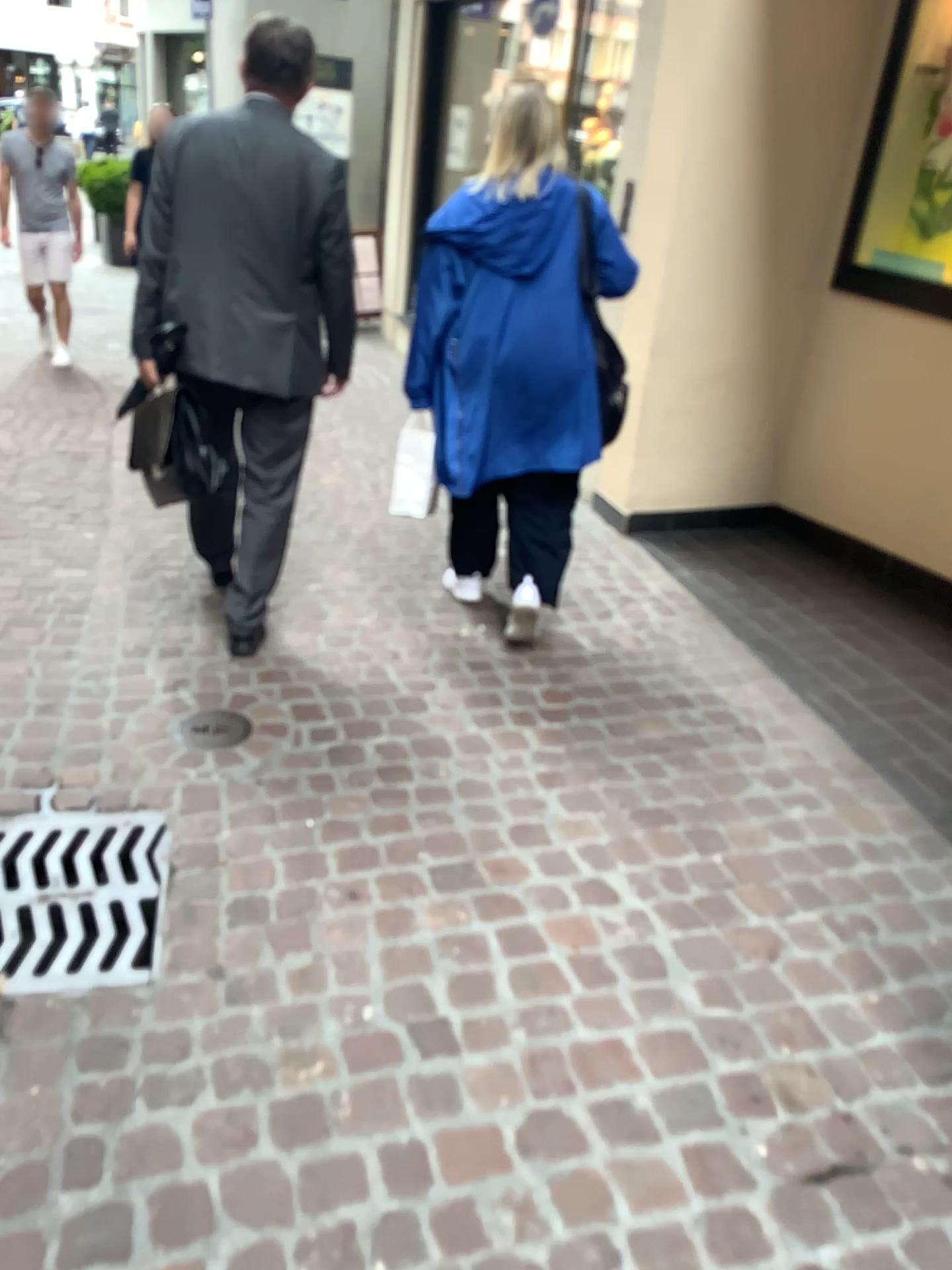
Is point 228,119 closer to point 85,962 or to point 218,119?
point 218,119

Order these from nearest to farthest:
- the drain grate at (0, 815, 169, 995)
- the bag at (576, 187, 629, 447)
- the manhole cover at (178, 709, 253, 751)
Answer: the drain grate at (0, 815, 169, 995) < the manhole cover at (178, 709, 253, 751) < the bag at (576, 187, 629, 447)

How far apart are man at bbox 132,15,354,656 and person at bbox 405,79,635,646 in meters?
0.3

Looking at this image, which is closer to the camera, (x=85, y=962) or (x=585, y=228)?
(x=85, y=962)

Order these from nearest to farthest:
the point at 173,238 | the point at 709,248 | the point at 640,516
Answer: the point at 173,238, the point at 709,248, the point at 640,516

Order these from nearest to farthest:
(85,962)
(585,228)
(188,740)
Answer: (85,962) < (188,740) < (585,228)

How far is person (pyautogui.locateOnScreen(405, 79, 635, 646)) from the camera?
2.84m

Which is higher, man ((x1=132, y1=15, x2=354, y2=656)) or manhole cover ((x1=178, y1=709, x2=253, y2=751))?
man ((x1=132, y1=15, x2=354, y2=656))

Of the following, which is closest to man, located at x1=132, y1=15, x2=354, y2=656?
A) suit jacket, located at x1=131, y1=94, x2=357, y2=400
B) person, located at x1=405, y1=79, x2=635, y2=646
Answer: suit jacket, located at x1=131, y1=94, x2=357, y2=400

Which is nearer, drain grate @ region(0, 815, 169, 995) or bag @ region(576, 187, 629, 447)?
drain grate @ region(0, 815, 169, 995)
